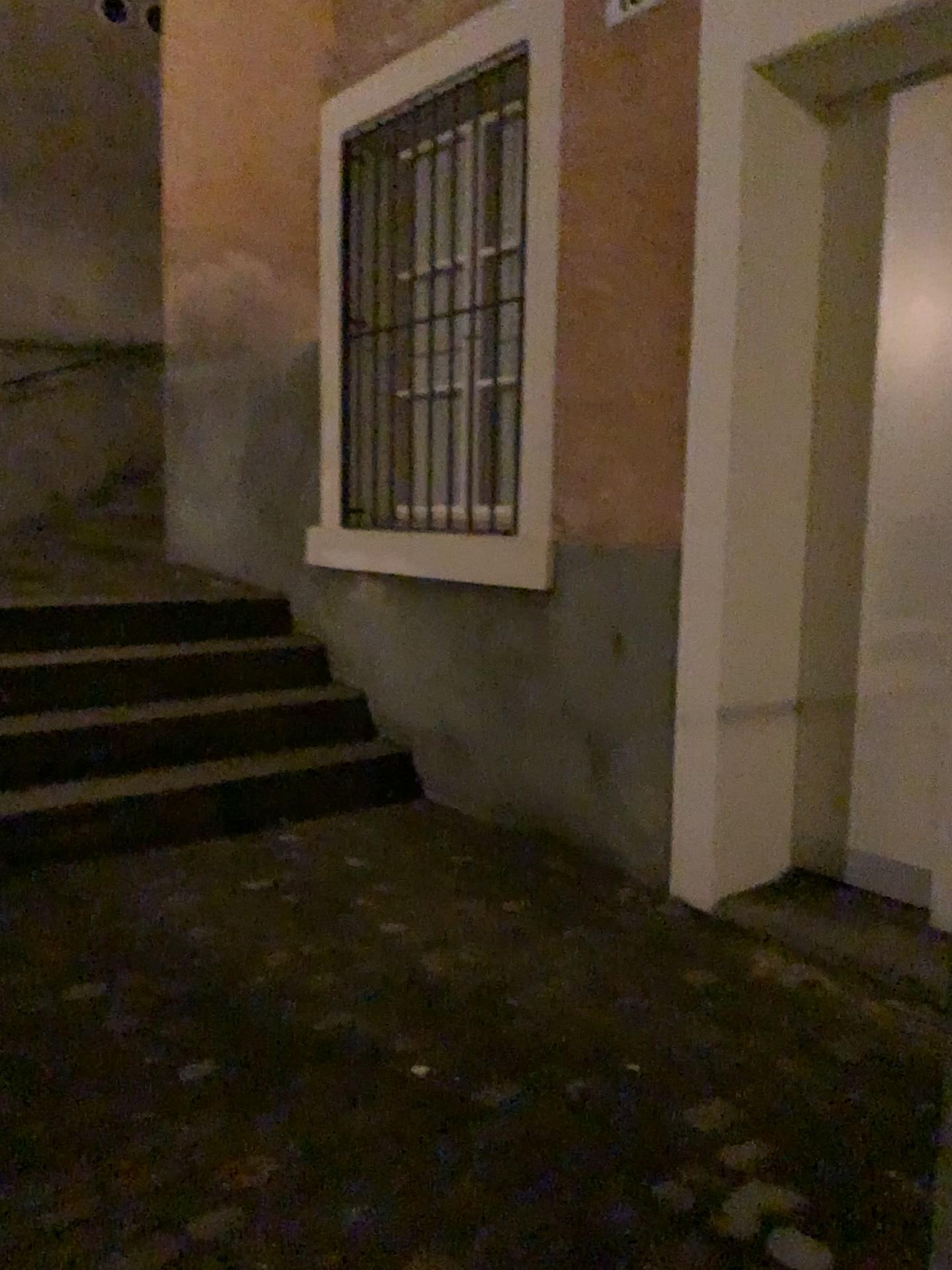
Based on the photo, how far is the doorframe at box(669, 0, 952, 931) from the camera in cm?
257

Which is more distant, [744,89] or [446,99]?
[446,99]

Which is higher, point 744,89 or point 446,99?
point 446,99

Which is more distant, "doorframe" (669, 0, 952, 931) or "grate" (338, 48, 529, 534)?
"grate" (338, 48, 529, 534)

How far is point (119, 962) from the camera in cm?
230

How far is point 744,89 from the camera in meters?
2.6 m
